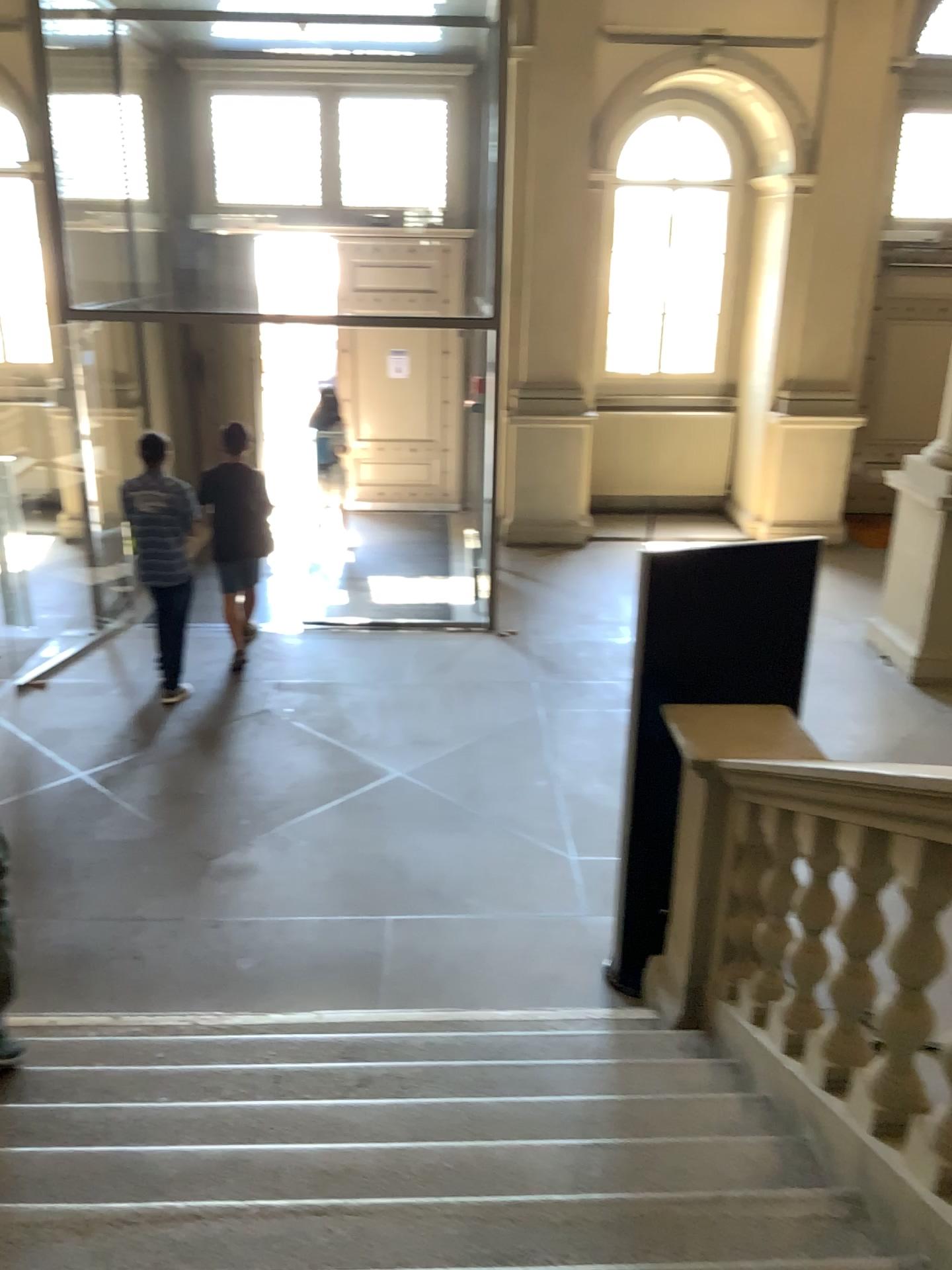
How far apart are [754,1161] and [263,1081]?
1.4 meters
